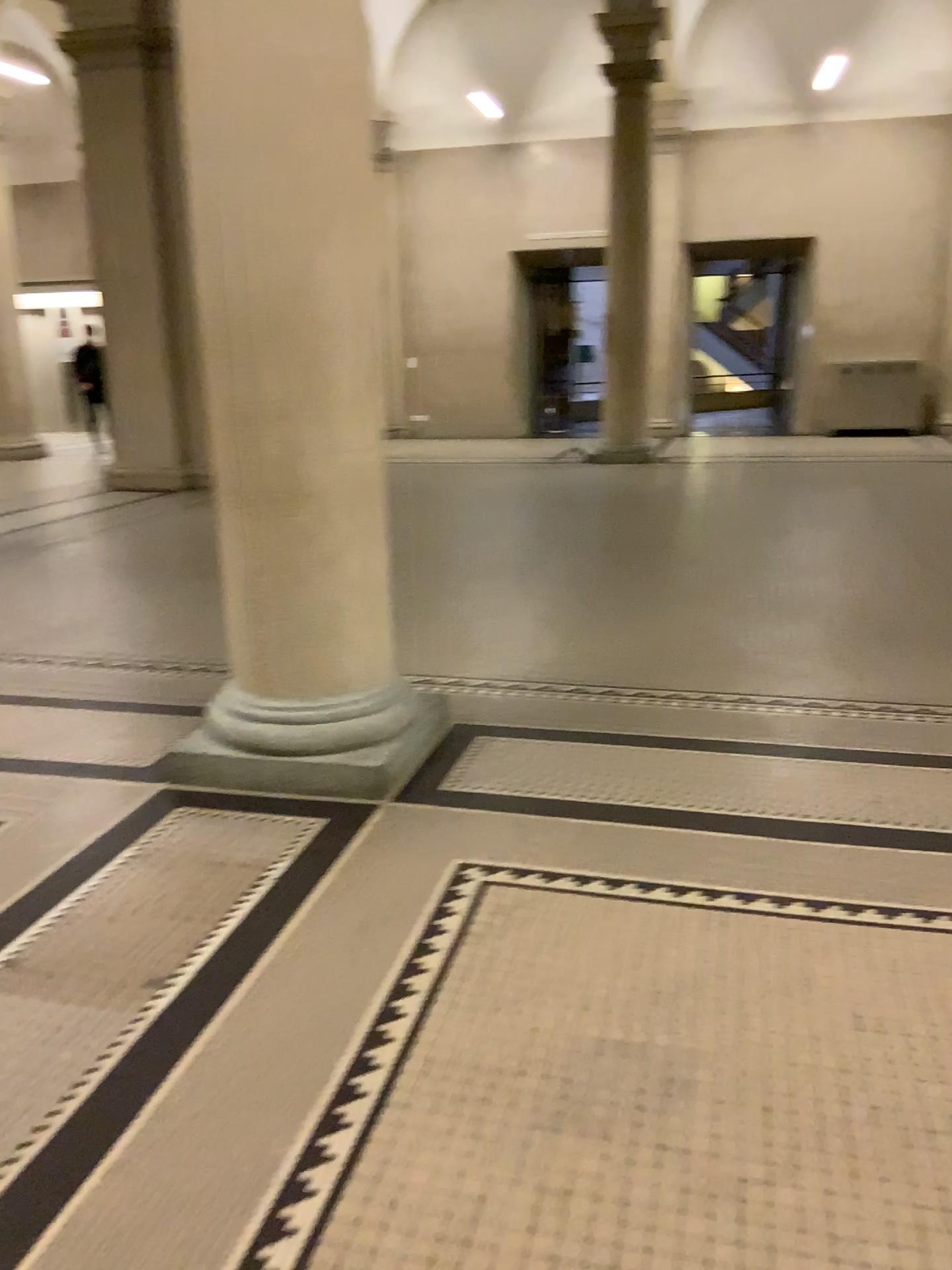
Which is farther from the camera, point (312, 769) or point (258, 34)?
point (312, 769)

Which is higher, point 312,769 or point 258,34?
point 258,34

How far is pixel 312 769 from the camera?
3.2 meters

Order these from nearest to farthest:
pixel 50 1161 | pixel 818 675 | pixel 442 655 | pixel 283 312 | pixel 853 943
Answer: pixel 50 1161 → pixel 853 943 → pixel 283 312 → pixel 818 675 → pixel 442 655

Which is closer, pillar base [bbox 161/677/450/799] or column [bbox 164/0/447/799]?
column [bbox 164/0/447/799]

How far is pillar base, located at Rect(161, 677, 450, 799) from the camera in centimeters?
322cm
